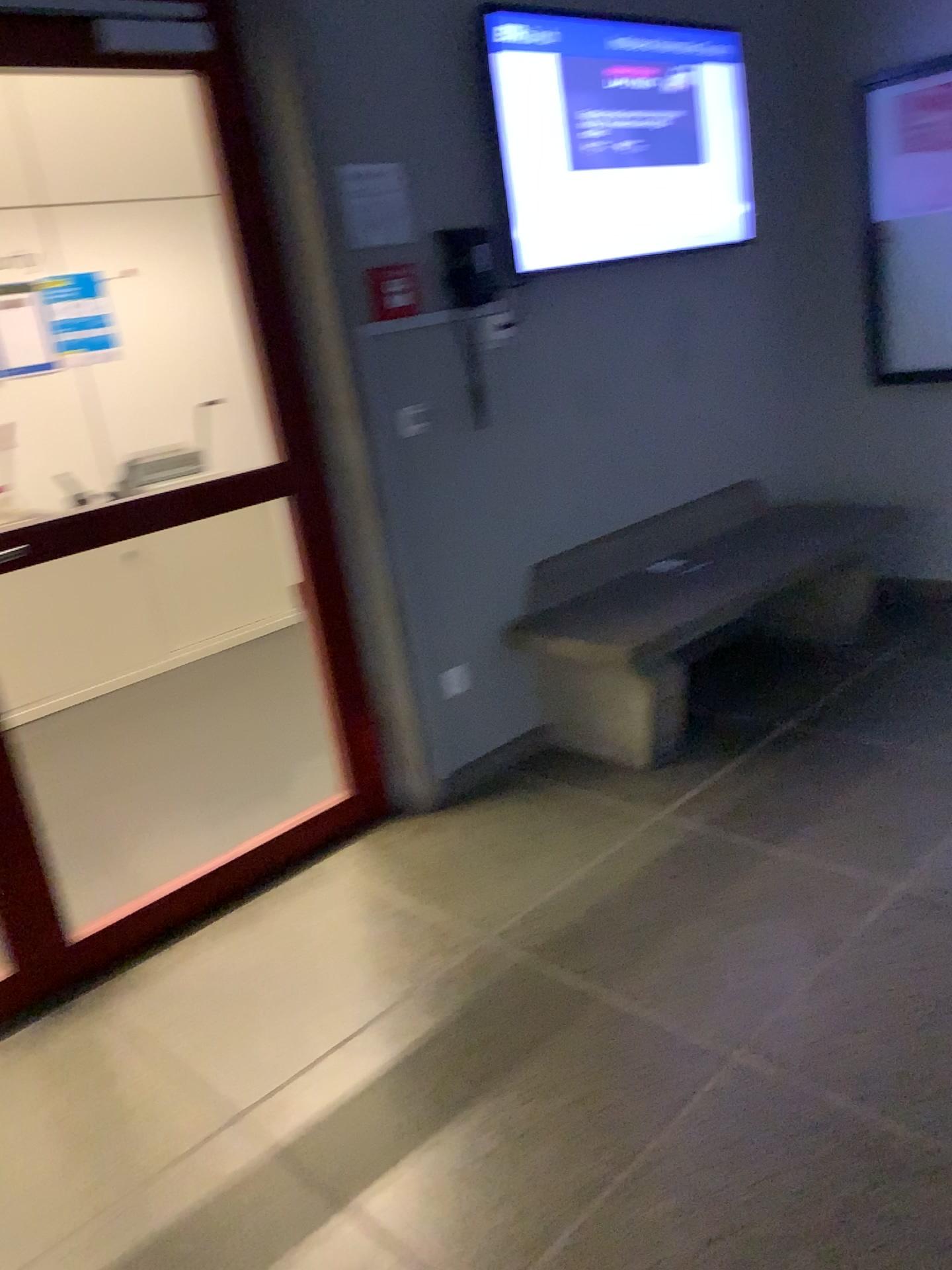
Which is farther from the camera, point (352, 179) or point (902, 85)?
point (902, 85)

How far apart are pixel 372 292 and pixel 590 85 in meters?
1.0 m

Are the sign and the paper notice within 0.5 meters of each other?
yes

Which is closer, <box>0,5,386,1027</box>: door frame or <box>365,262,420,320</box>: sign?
<box>0,5,386,1027</box>: door frame

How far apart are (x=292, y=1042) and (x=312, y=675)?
1.1m

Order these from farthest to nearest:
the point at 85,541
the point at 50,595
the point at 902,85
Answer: the point at 50,595
the point at 902,85
the point at 85,541

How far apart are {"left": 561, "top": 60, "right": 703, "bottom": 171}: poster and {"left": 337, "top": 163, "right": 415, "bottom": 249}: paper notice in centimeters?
66cm

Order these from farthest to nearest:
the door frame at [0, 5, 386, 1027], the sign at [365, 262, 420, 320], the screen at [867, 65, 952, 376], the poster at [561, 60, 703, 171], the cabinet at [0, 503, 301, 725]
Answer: the cabinet at [0, 503, 301, 725]
the screen at [867, 65, 952, 376]
the poster at [561, 60, 703, 171]
the sign at [365, 262, 420, 320]
the door frame at [0, 5, 386, 1027]

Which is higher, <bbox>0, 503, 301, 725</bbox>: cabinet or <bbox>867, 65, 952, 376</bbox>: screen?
<bbox>867, 65, 952, 376</bbox>: screen

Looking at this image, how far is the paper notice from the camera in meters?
2.8
